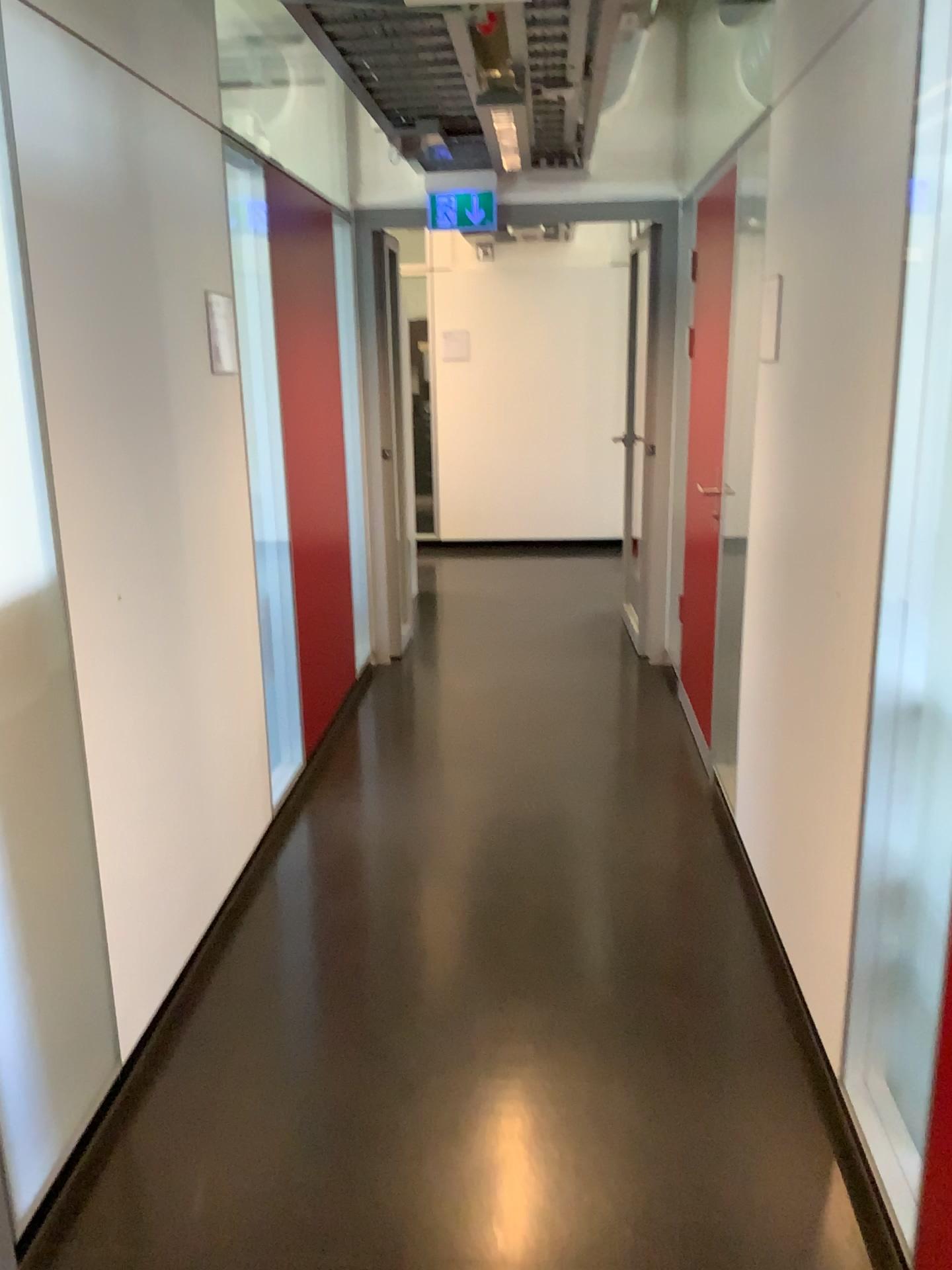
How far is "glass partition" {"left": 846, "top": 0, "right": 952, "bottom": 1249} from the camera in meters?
1.7 m

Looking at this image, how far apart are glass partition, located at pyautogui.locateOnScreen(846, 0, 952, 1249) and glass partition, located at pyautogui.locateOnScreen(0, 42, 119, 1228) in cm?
143

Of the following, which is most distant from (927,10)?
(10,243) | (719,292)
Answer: (719,292)

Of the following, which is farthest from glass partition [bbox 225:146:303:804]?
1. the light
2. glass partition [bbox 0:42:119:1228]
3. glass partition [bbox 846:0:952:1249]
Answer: glass partition [bbox 846:0:952:1249]

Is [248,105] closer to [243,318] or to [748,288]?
[243,318]

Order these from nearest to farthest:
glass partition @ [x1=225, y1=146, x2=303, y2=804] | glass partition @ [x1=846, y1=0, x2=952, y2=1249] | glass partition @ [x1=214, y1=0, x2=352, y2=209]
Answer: glass partition @ [x1=846, y1=0, x2=952, y2=1249]
glass partition @ [x1=225, y1=146, x2=303, y2=804]
glass partition @ [x1=214, y1=0, x2=352, y2=209]

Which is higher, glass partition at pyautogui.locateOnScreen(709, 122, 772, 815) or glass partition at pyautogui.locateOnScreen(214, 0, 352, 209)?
glass partition at pyautogui.locateOnScreen(214, 0, 352, 209)

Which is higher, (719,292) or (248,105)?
(248,105)

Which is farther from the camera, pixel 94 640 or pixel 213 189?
pixel 213 189

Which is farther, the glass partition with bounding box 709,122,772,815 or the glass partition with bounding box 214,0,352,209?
the glass partition with bounding box 214,0,352,209
